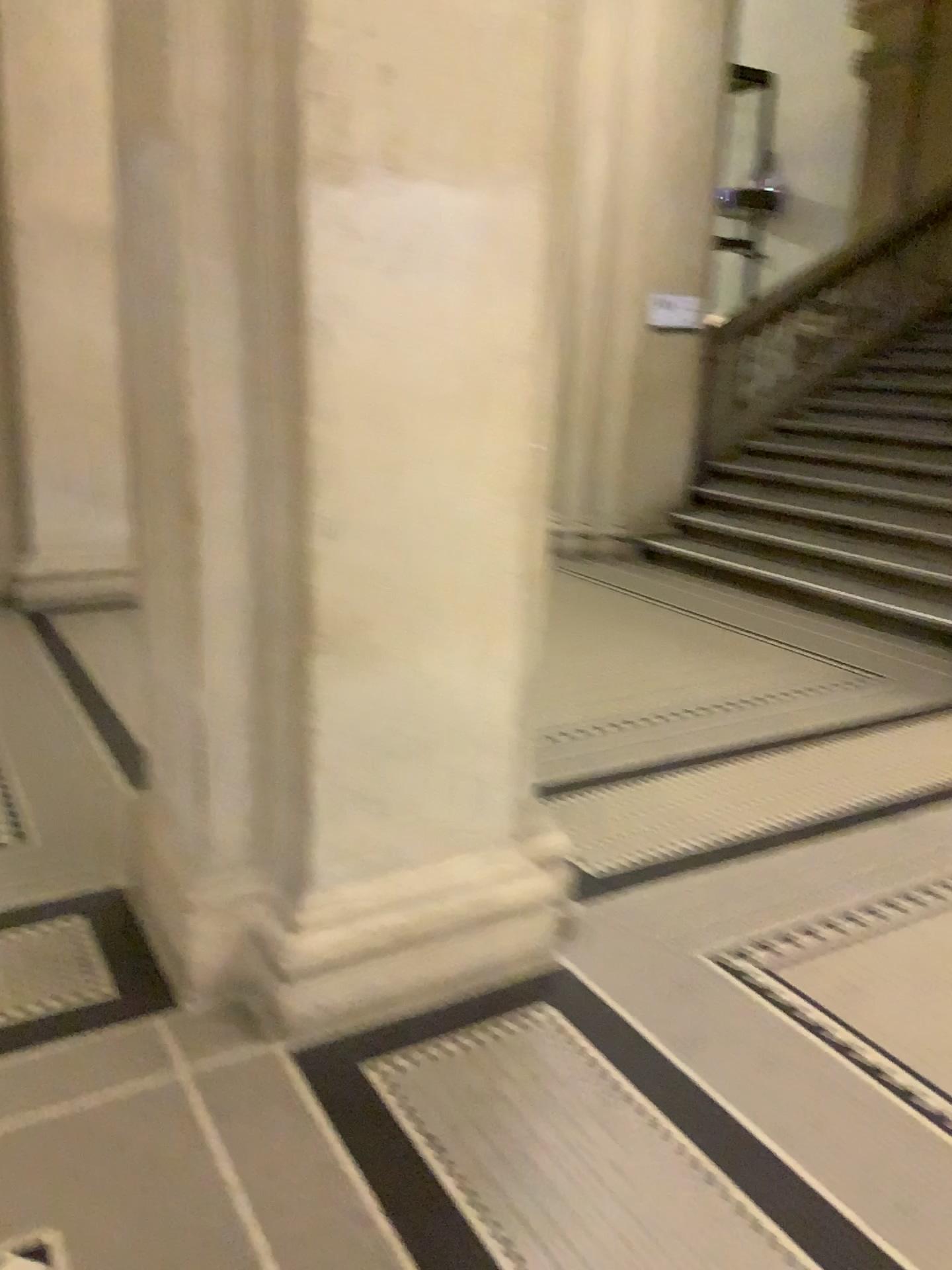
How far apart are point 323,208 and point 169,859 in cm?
149
